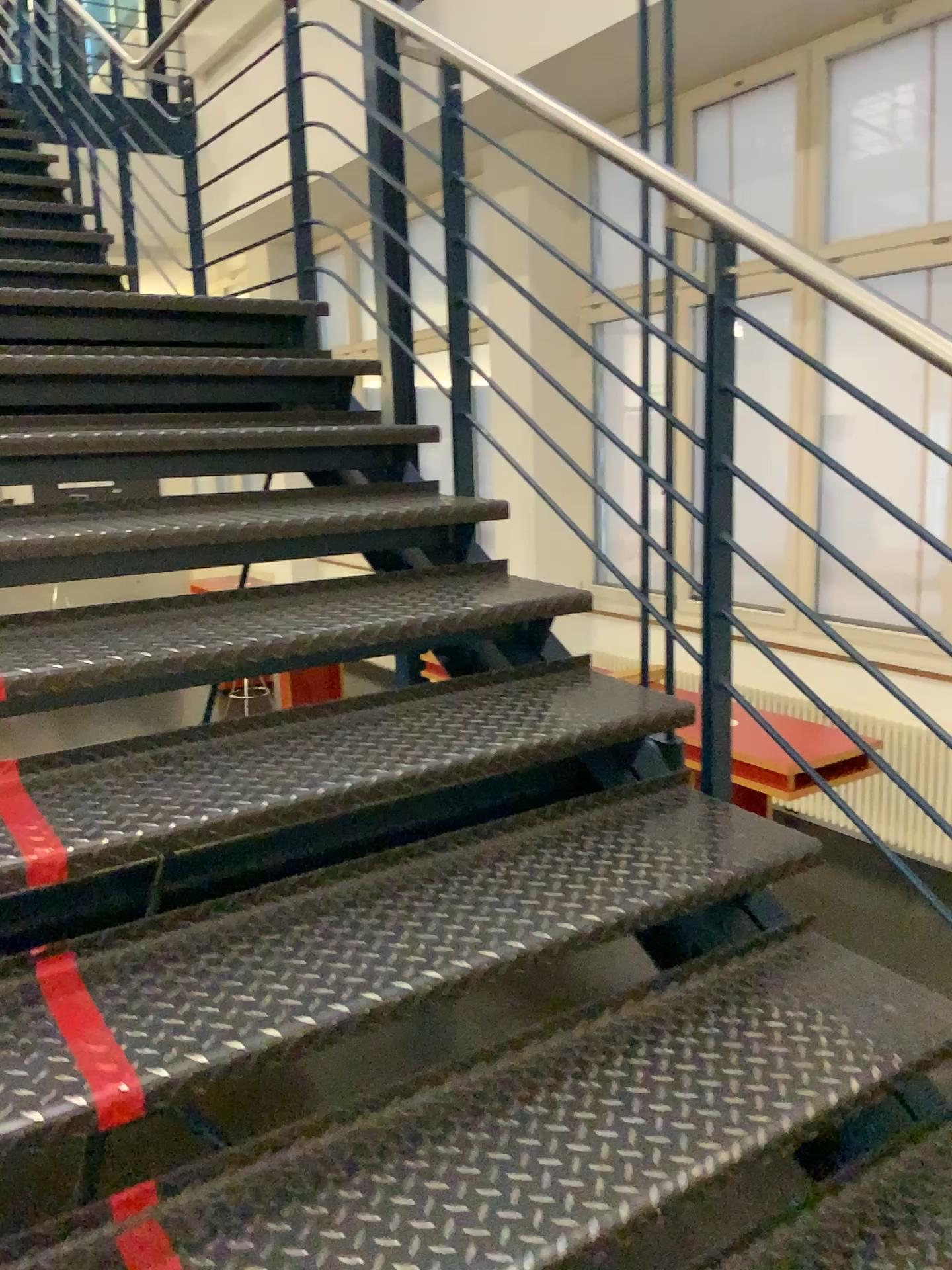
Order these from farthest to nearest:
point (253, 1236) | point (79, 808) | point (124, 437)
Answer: point (124, 437)
point (79, 808)
point (253, 1236)

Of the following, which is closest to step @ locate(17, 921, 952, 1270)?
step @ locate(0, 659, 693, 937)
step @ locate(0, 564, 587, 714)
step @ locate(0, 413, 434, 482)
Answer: step @ locate(0, 659, 693, 937)

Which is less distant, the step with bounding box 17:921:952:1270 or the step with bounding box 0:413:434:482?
the step with bounding box 17:921:952:1270

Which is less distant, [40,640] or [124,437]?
[40,640]

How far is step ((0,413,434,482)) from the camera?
2.2m

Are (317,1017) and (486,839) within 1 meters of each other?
yes

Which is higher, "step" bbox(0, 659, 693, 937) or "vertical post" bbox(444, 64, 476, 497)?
"vertical post" bbox(444, 64, 476, 497)

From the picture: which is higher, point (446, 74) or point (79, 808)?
point (446, 74)

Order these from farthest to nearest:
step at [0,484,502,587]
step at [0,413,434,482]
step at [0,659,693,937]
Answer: step at [0,413,434,482]
step at [0,484,502,587]
step at [0,659,693,937]

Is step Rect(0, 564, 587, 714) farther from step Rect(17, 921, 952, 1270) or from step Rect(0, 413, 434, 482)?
step Rect(17, 921, 952, 1270)
